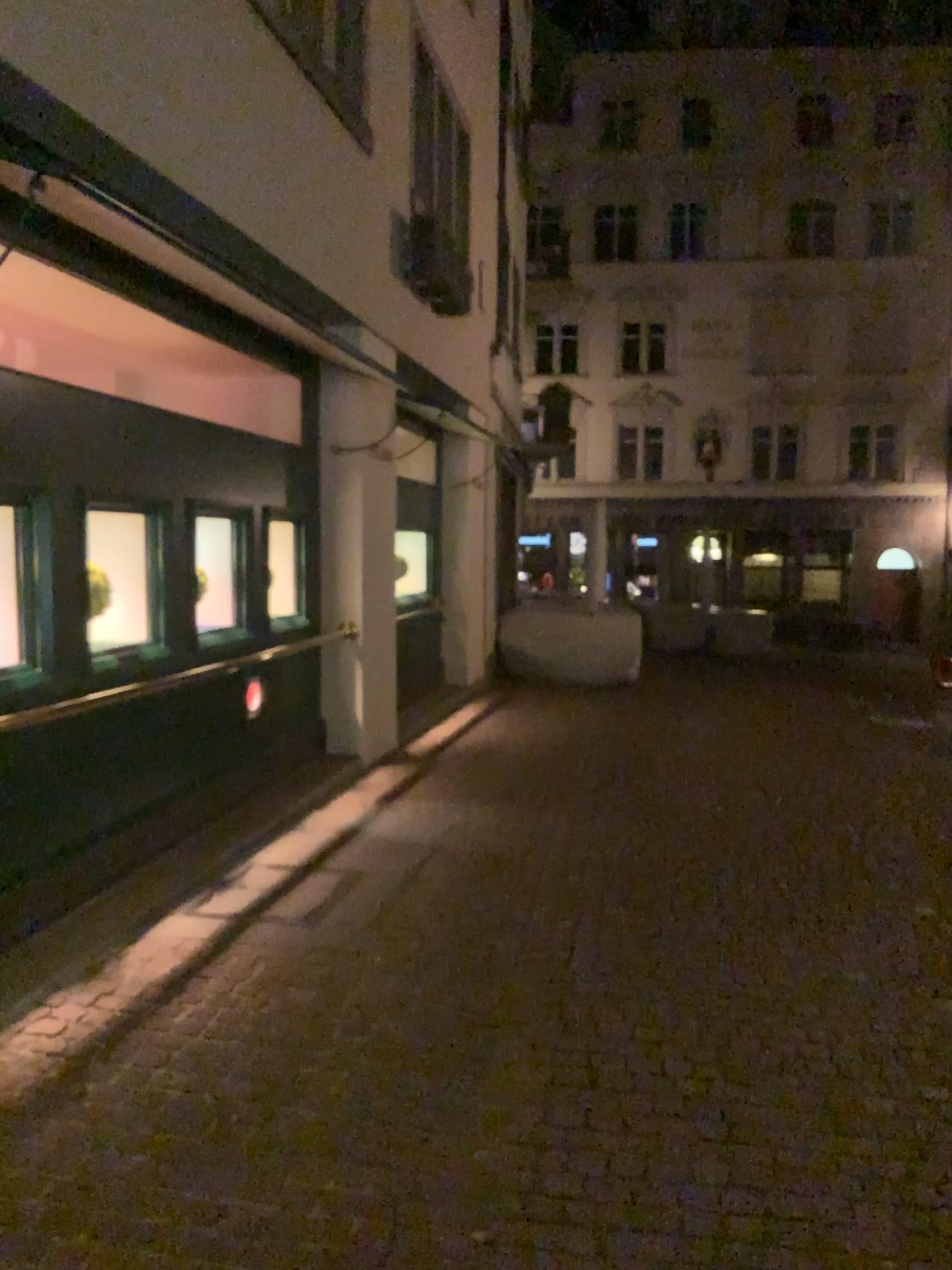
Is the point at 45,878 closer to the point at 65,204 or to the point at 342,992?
the point at 342,992
